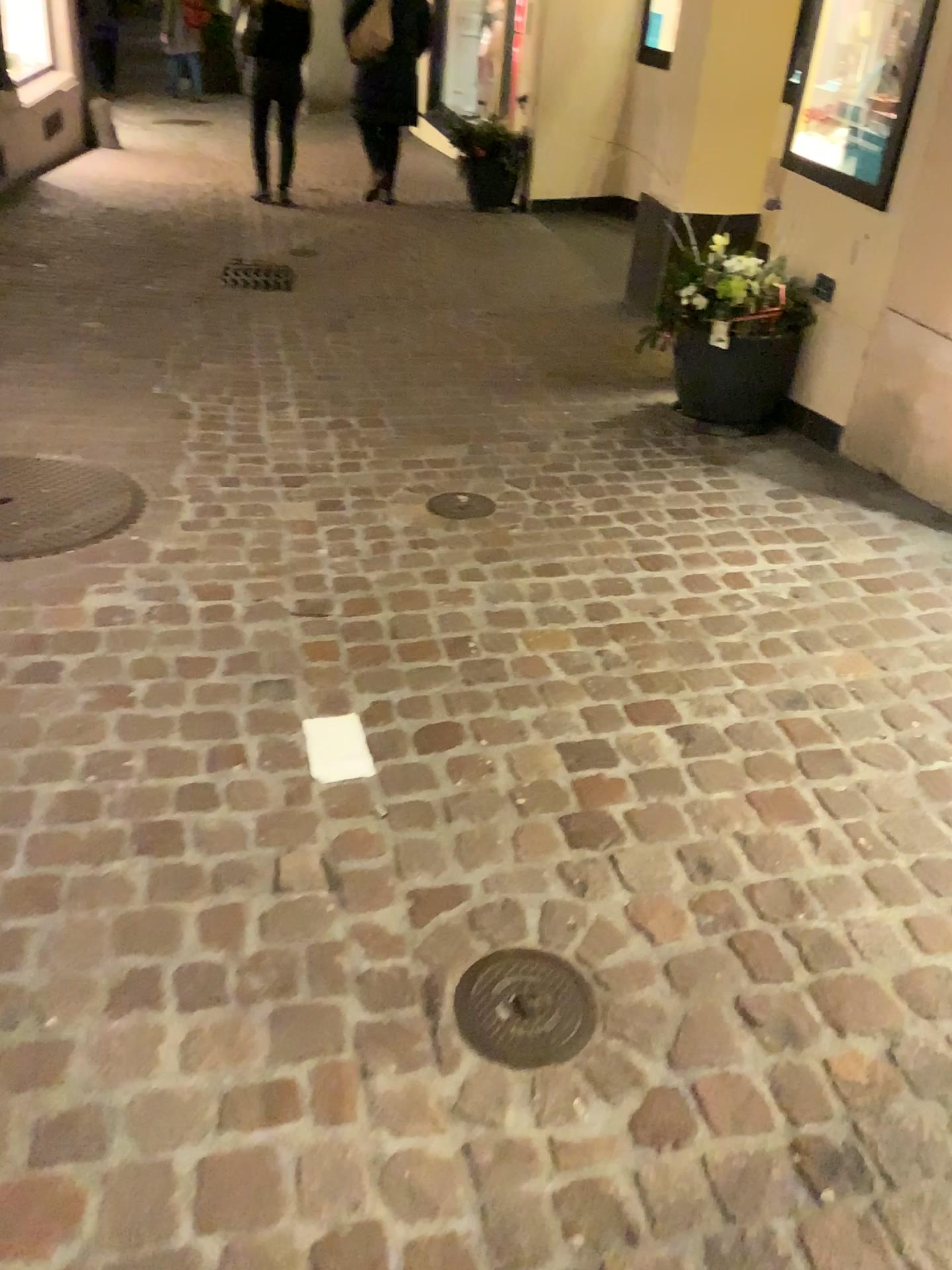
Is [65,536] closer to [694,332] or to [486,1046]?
[486,1046]

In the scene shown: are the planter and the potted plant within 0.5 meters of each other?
yes

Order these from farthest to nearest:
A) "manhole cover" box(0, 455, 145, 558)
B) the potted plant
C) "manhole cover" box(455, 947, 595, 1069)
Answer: the potted plant, "manhole cover" box(0, 455, 145, 558), "manhole cover" box(455, 947, 595, 1069)

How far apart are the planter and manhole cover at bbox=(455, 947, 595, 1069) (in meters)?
2.55

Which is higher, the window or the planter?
the window

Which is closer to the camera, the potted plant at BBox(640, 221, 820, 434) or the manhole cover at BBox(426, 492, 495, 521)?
the manhole cover at BBox(426, 492, 495, 521)

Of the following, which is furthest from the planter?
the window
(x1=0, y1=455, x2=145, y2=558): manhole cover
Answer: (x1=0, y1=455, x2=145, y2=558): manhole cover

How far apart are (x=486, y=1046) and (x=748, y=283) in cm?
289

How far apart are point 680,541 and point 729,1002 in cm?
162

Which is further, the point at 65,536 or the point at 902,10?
the point at 902,10
